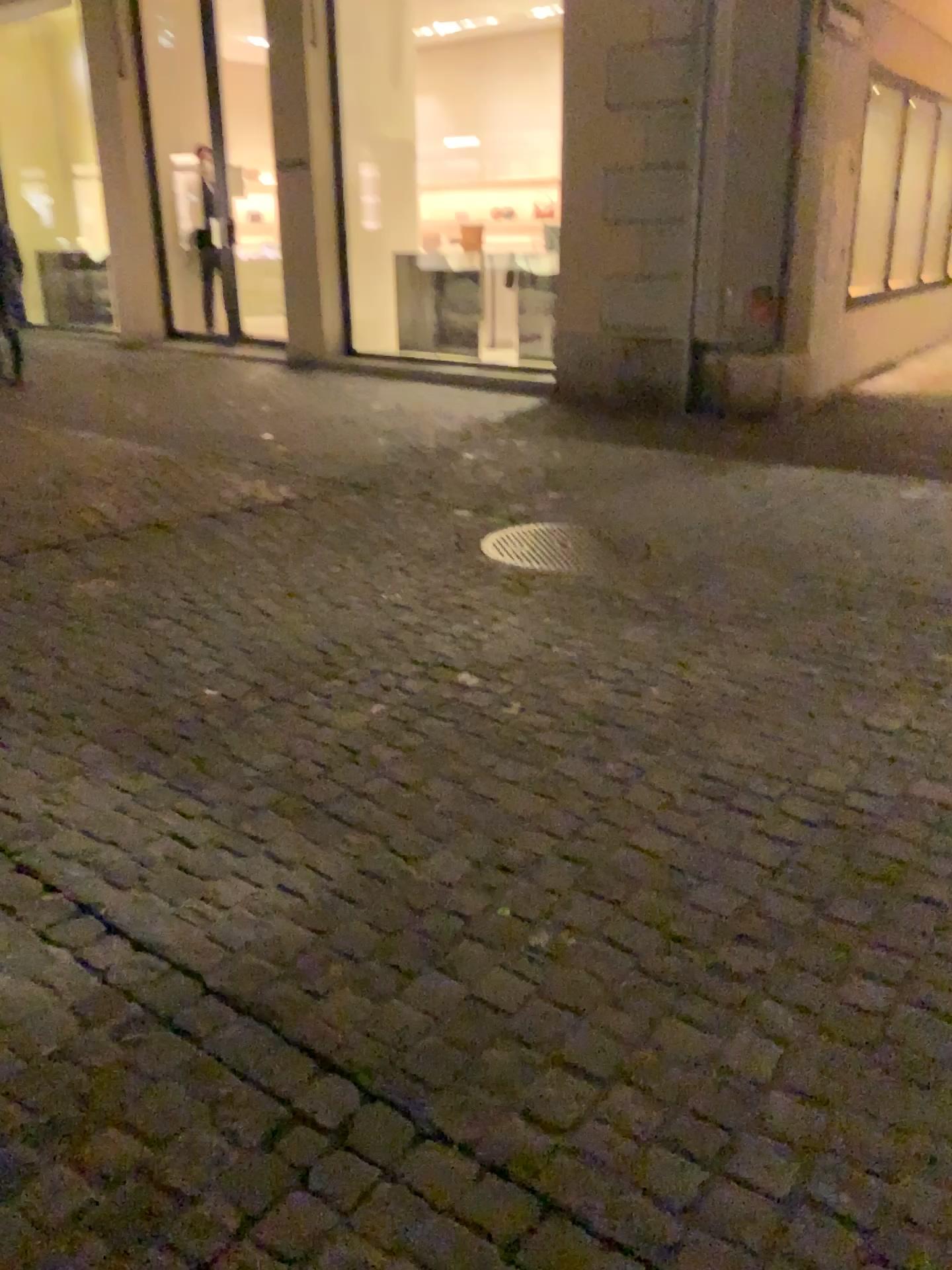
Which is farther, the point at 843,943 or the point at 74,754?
the point at 74,754
